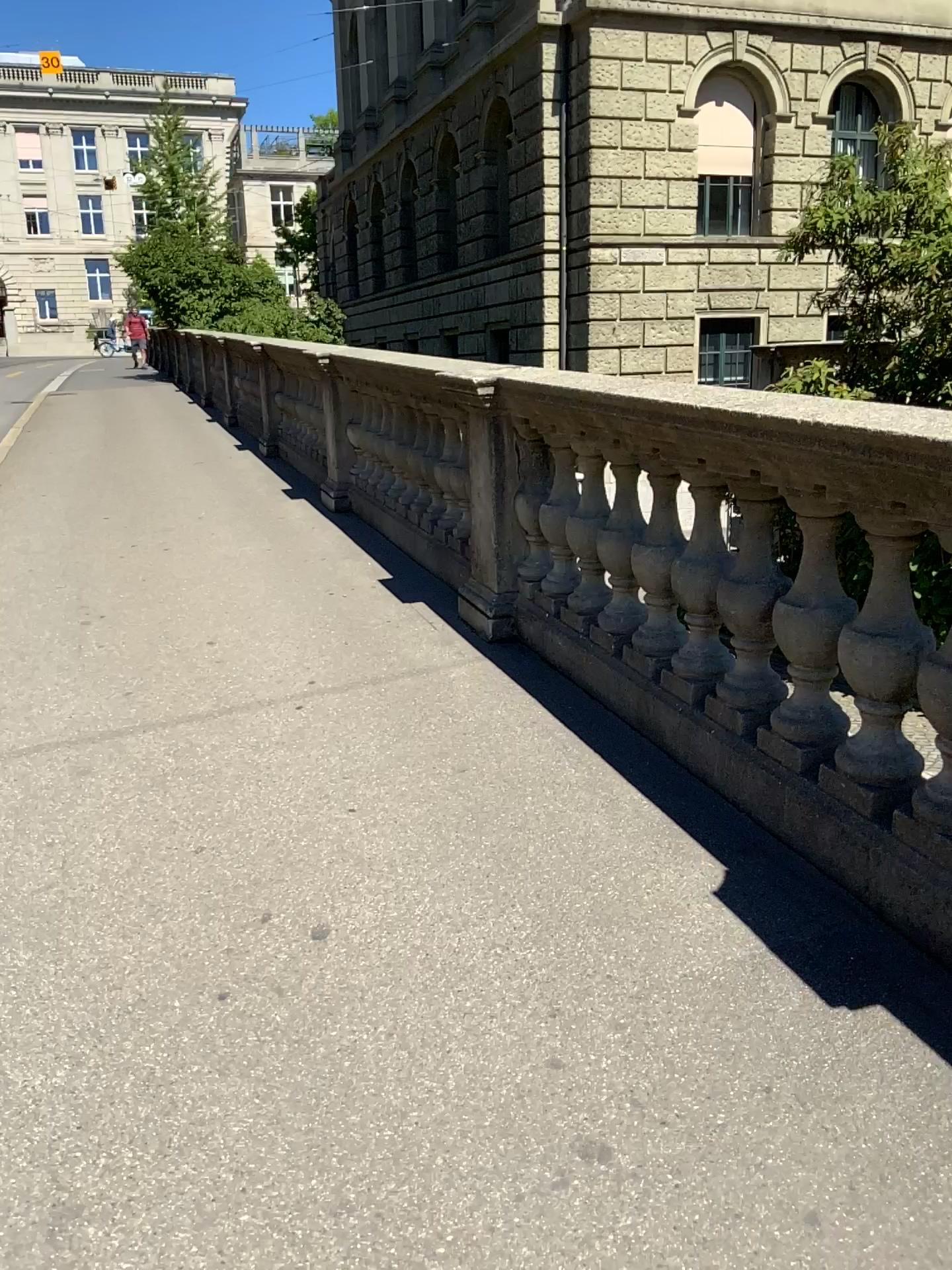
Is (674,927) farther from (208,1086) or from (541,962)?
(208,1086)

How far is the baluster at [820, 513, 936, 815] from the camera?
2.3 meters

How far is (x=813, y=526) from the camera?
2.49m

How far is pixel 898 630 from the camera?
2.28m

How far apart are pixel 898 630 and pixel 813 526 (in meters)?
0.35

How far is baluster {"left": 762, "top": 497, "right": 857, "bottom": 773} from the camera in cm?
250
